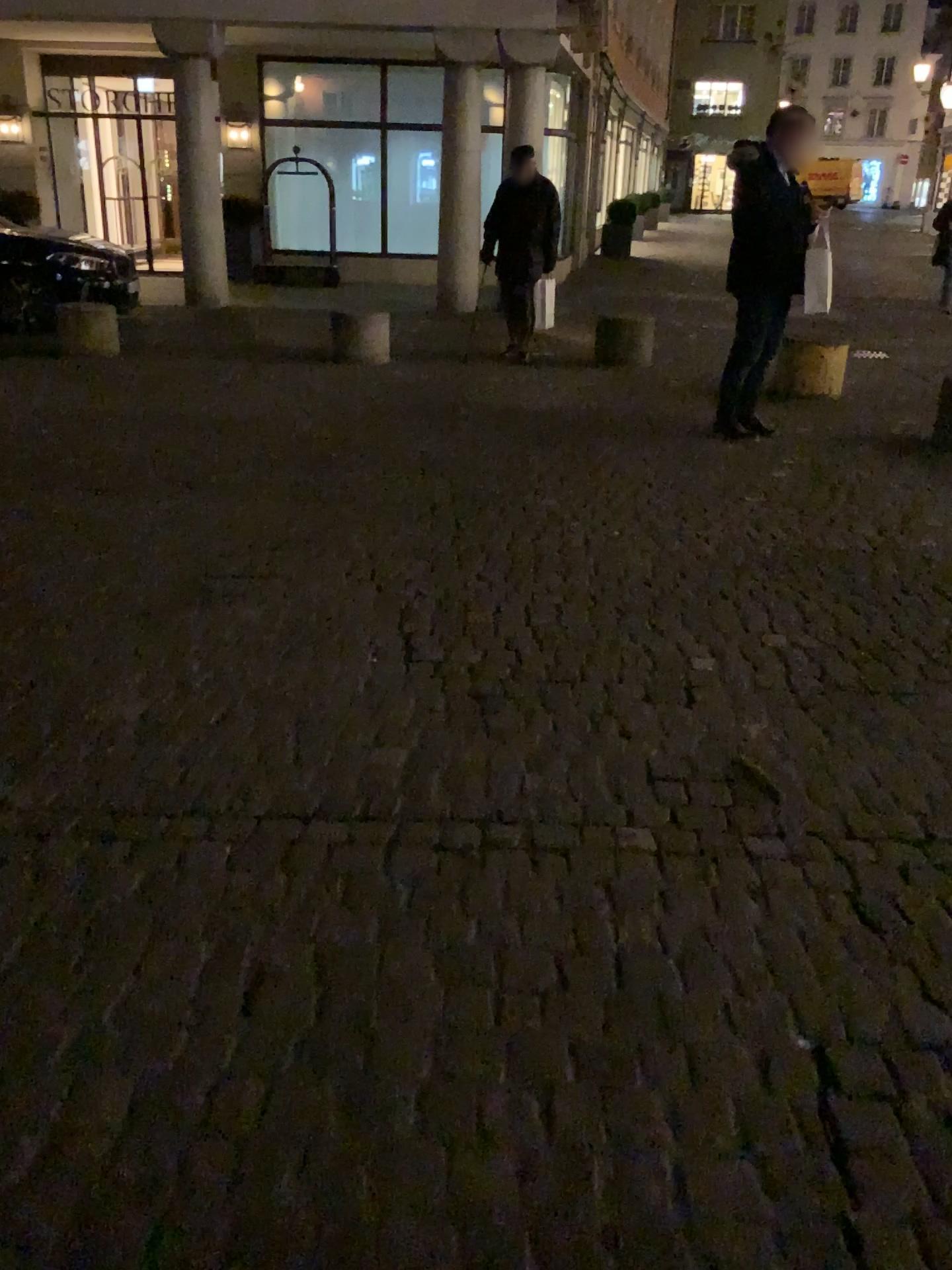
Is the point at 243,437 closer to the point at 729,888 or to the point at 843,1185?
the point at 729,888
